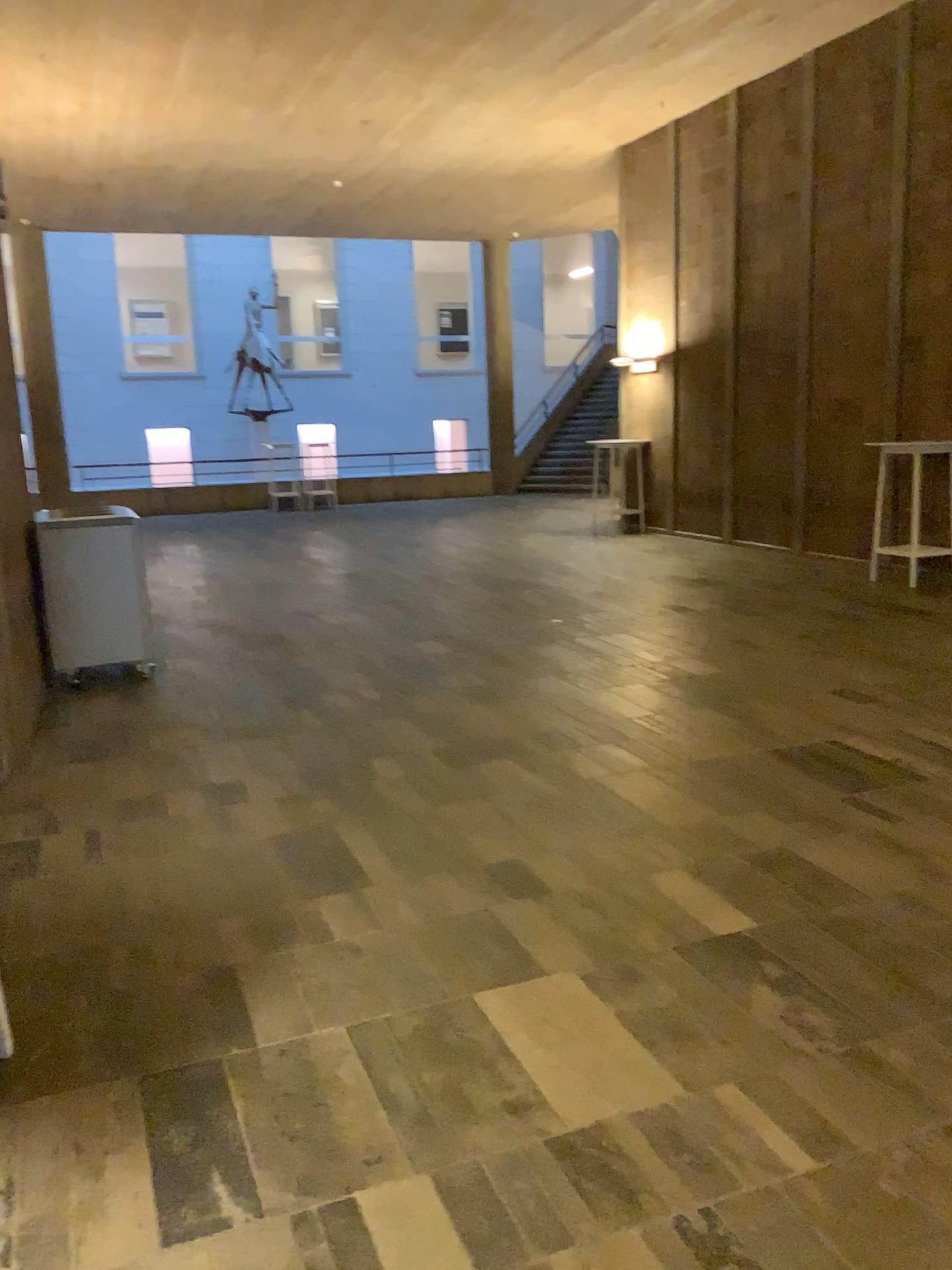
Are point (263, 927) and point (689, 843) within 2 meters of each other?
yes
